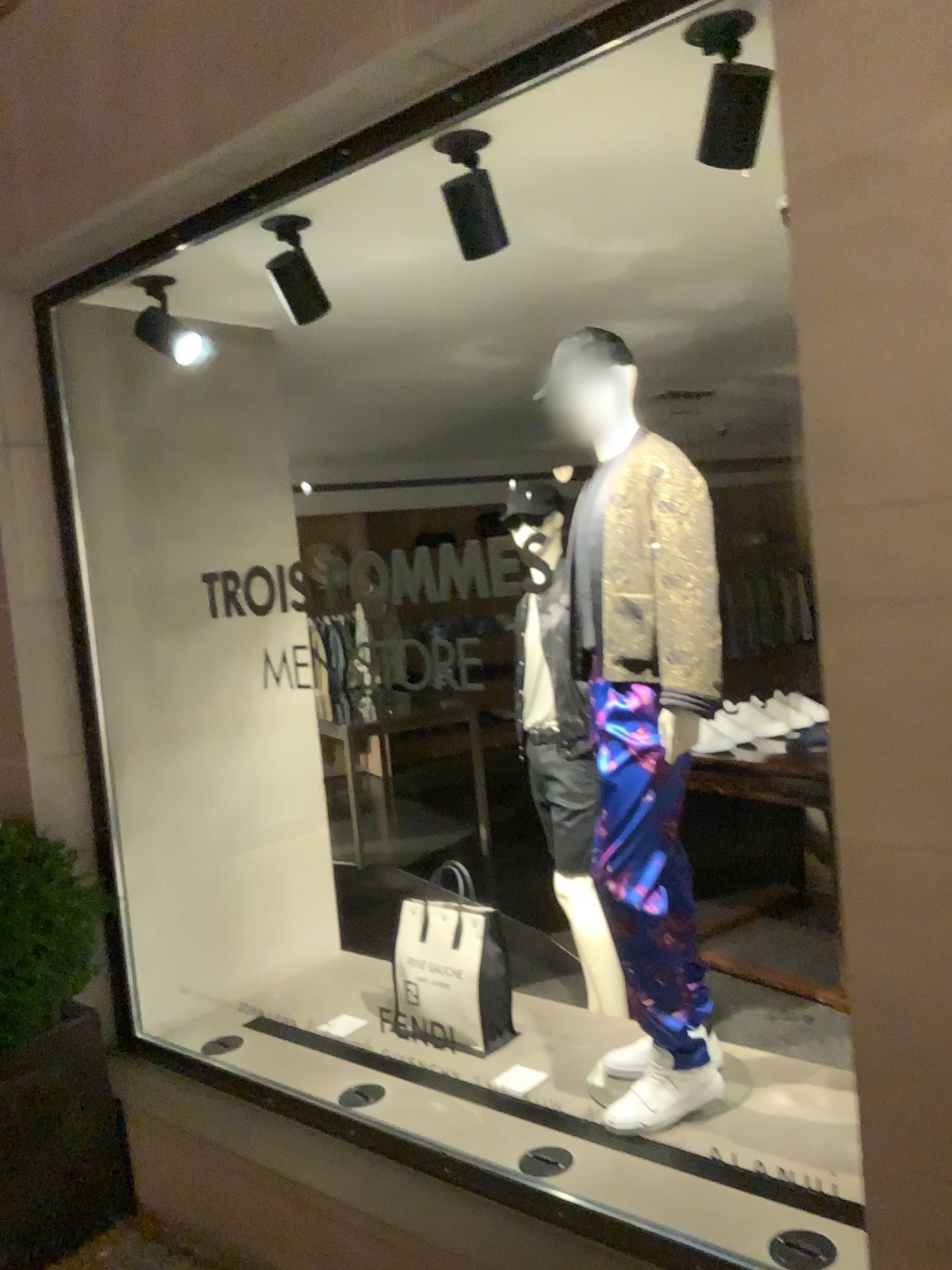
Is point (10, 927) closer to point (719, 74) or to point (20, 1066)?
point (20, 1066)

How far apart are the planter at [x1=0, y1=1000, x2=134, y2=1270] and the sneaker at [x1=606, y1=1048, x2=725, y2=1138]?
1.4m

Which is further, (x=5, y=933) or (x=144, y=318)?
(x=144, y=318)

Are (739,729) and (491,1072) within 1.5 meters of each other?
no

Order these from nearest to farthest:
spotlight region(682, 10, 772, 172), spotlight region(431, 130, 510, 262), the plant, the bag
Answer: spotlight region(682, 10, 772, 172)
spotlight region(431, 130, 510, 262)
the plant
the bag

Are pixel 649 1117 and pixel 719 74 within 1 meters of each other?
no

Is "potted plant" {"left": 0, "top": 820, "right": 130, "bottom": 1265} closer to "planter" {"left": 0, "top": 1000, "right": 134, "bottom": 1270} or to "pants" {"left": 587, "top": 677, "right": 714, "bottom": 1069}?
"planter" {"left": 0, "top": 1000, "right": 134, "bottom": 1270}

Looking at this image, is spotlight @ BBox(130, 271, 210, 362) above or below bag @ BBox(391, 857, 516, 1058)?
above

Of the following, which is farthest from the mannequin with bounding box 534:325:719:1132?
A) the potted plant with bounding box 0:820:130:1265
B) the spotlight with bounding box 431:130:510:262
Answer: the potted plant with bounding box 0:820:130:1265

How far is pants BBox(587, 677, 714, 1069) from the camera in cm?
253
